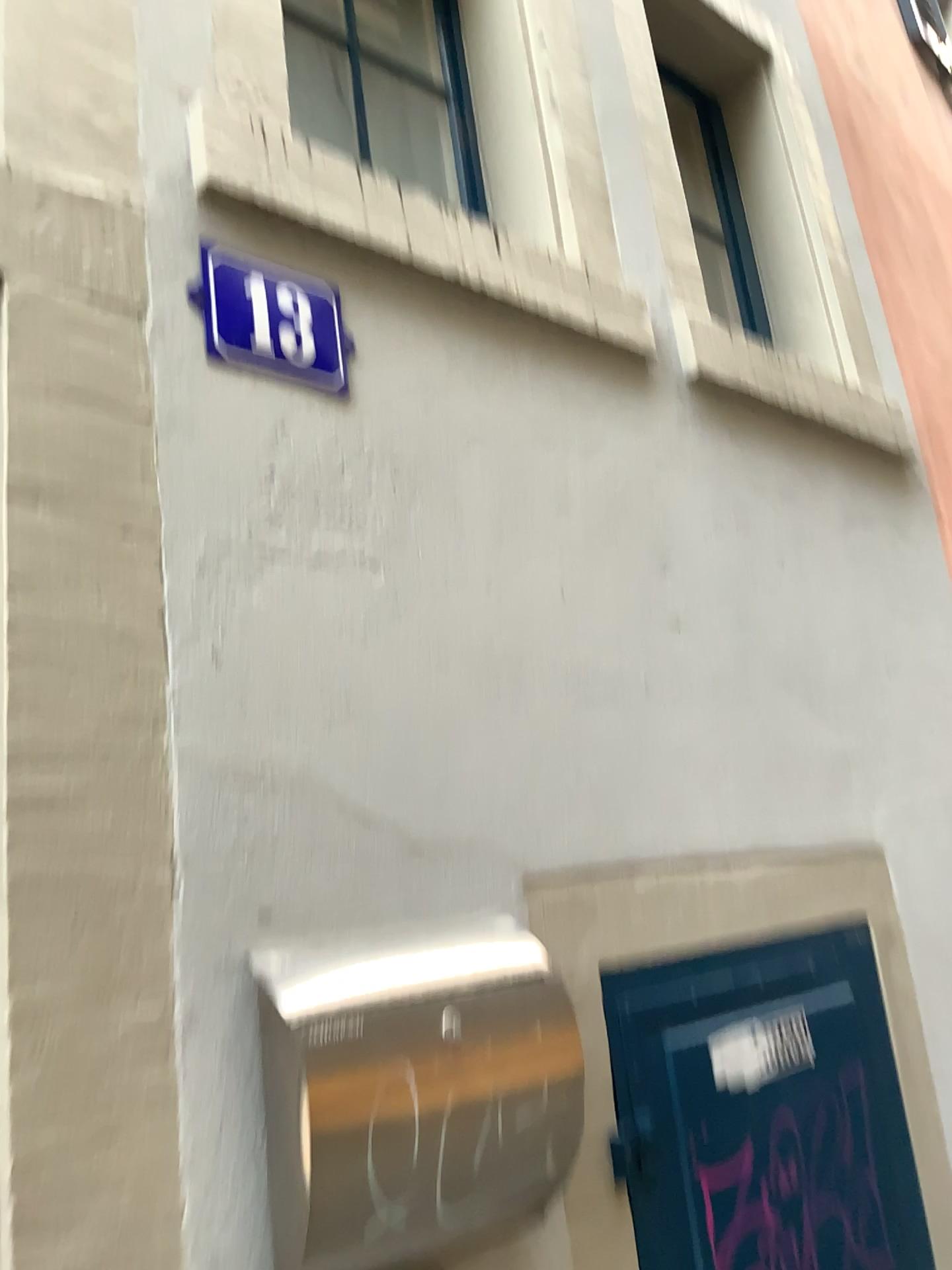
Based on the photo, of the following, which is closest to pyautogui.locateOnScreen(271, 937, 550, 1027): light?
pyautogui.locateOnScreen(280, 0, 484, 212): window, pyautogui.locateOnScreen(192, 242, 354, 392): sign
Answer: pyautogui.locateOnScreen(192, 242, 354, 392): sign

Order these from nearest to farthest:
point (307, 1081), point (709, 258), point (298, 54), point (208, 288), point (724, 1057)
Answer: point (307, 1081)
point (208, 288)
point (724, 1057)
point (298, 54)
point (709, 258)

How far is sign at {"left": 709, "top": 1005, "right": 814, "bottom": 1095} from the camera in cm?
156

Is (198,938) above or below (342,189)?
below

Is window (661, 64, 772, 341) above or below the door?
above

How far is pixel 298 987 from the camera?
1.1 meters

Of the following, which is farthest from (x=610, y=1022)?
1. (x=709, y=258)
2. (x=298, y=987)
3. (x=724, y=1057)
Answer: (x=709, y=258)

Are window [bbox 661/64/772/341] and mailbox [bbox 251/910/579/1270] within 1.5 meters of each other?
no

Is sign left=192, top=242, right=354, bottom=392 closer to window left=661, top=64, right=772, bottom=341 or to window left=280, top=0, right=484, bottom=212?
window left=280, top=0, right=484, bottom=212

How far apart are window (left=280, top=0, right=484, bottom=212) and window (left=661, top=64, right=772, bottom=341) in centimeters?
79cm
